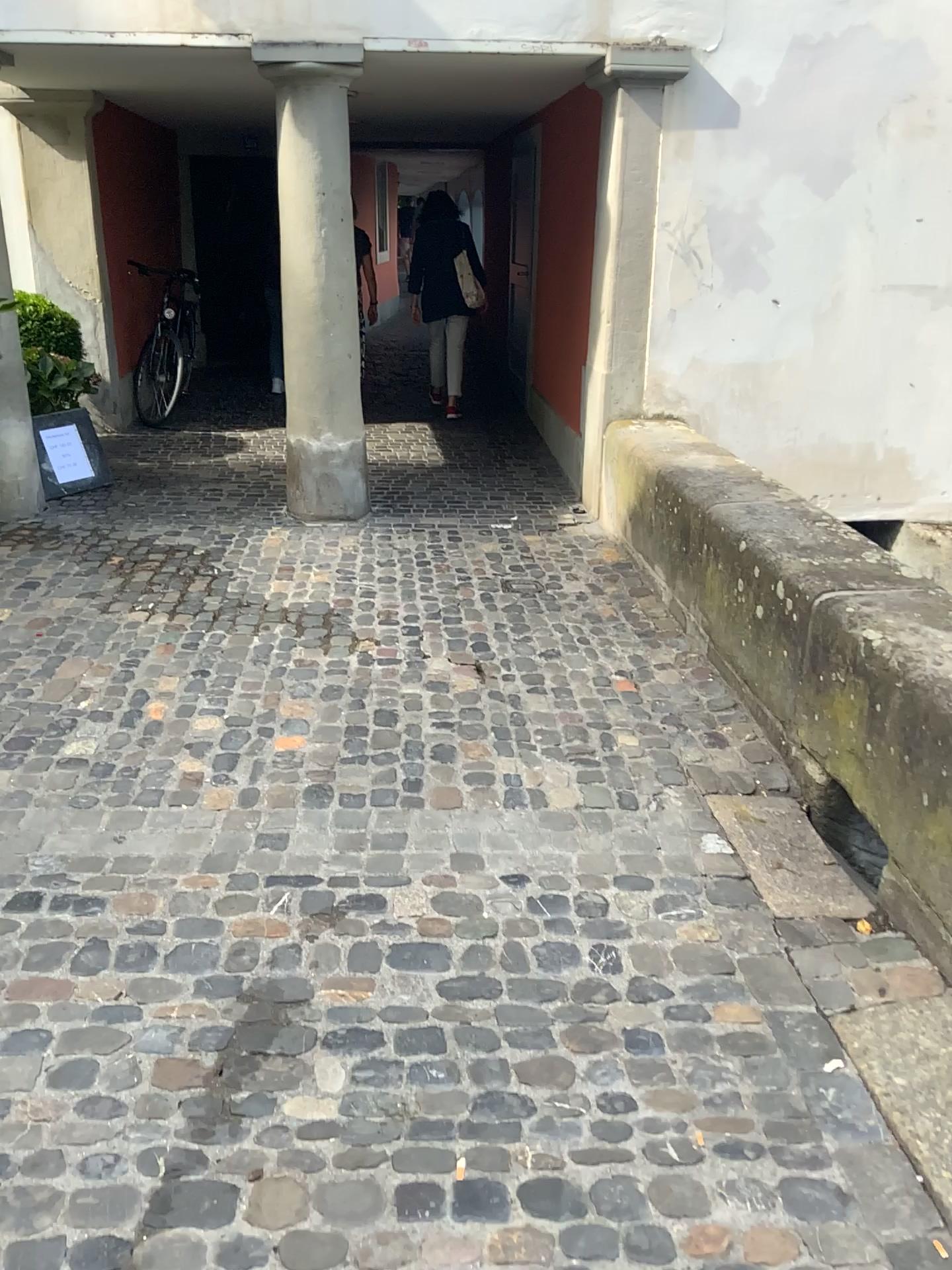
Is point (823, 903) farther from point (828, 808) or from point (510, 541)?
point (510, 541)
